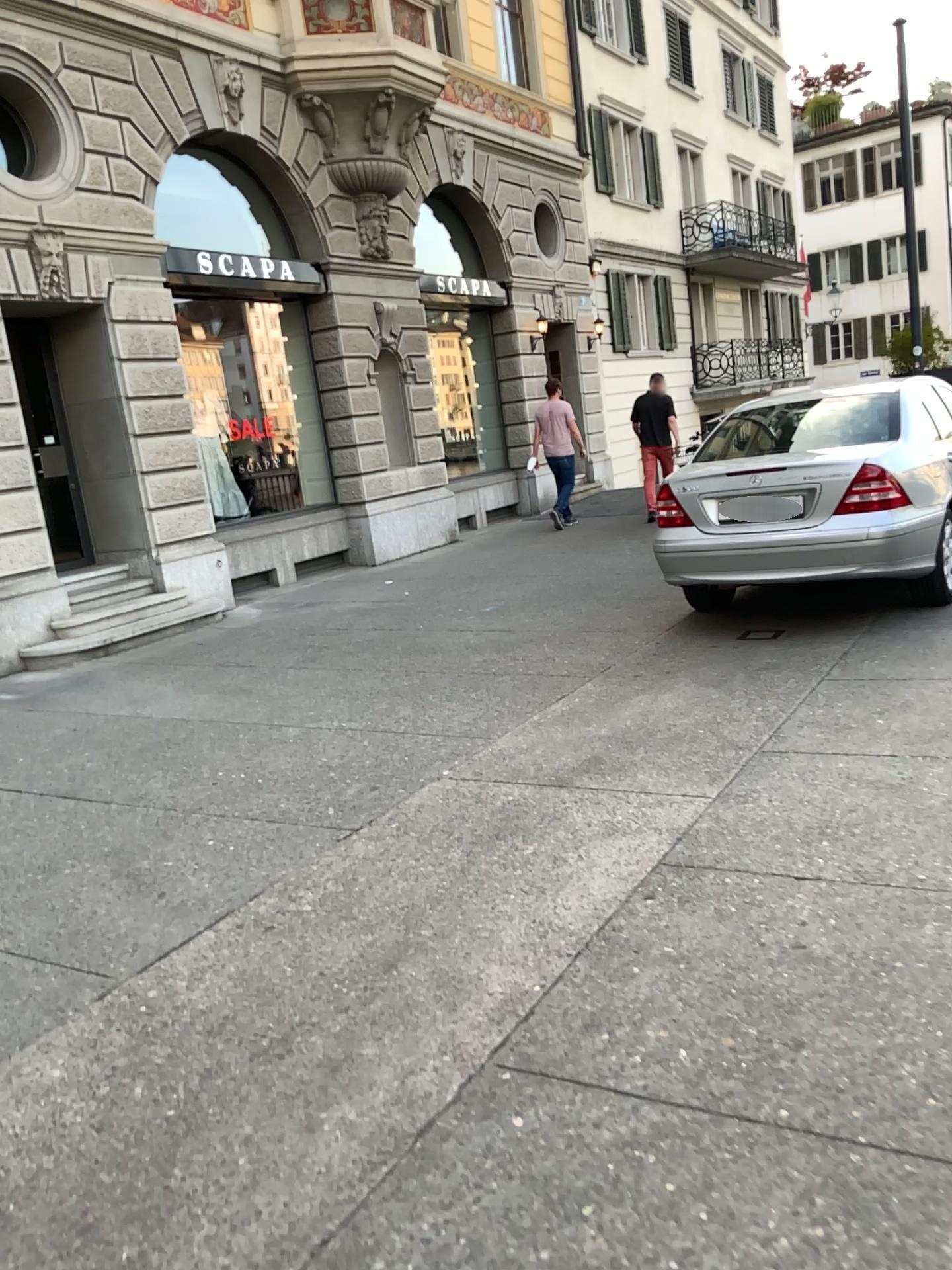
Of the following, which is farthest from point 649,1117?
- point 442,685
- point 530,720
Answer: point 442,685
